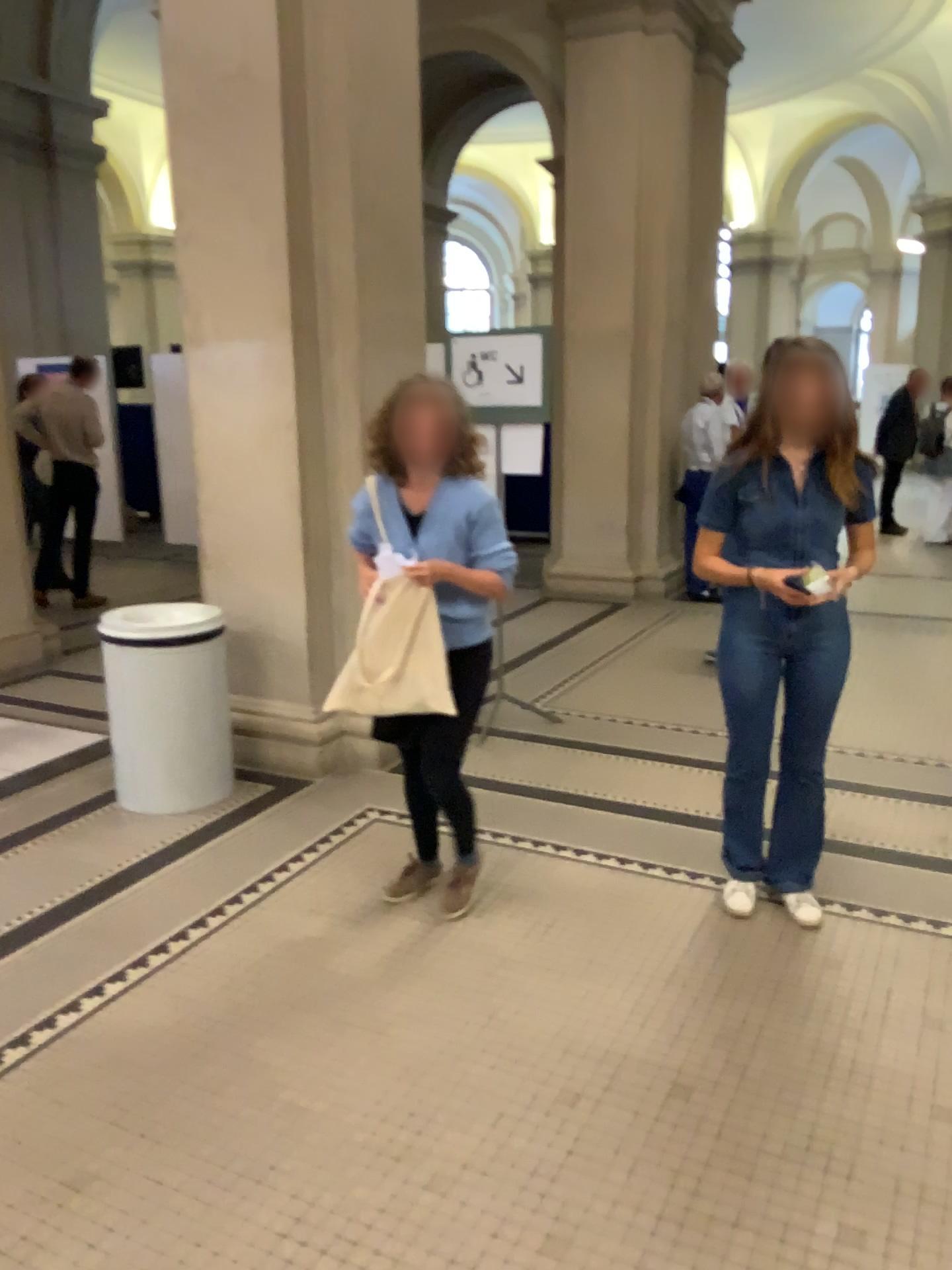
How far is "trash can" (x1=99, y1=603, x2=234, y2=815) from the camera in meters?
3.9 m

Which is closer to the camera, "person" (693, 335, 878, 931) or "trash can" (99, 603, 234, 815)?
"person" (693, 335, 878, 931)

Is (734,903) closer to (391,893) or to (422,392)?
(391,893)

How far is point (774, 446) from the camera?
2.85m

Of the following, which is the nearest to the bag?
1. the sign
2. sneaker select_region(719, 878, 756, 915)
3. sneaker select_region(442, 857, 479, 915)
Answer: sneaker select_region(442, 857, 479, 915)

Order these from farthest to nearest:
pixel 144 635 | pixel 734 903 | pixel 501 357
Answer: pixel 501 357 < pixel 144 635 < pixel 734 903

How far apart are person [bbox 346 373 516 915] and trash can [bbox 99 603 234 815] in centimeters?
120cm

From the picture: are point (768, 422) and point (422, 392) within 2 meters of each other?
yes

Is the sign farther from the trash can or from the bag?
the bag

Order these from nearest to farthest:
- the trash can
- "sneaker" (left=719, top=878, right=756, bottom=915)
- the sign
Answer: "sneaker" (left=719, top=878, right=756, bottom=915), the trash can, the sign
